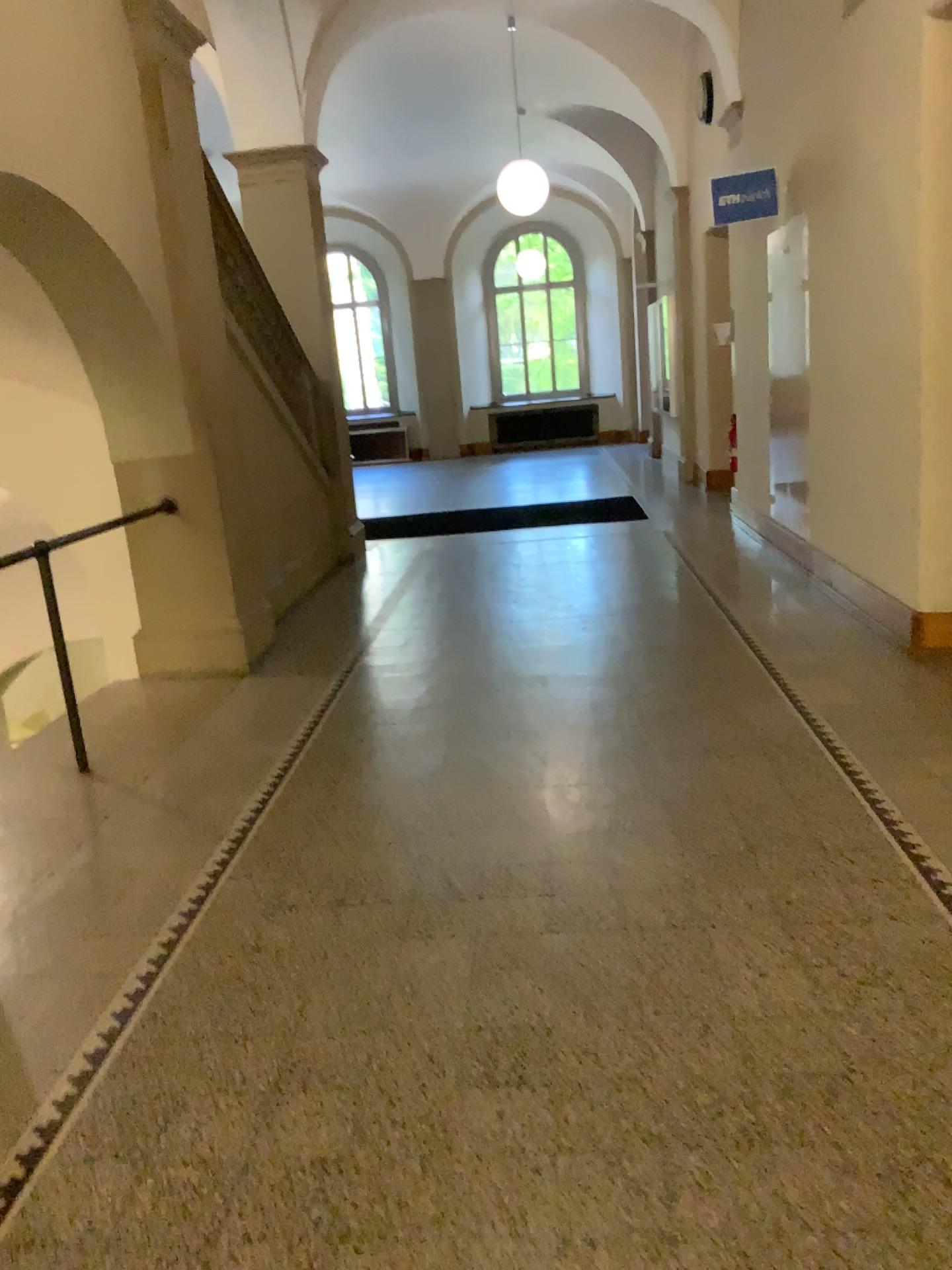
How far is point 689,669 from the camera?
4.87m
